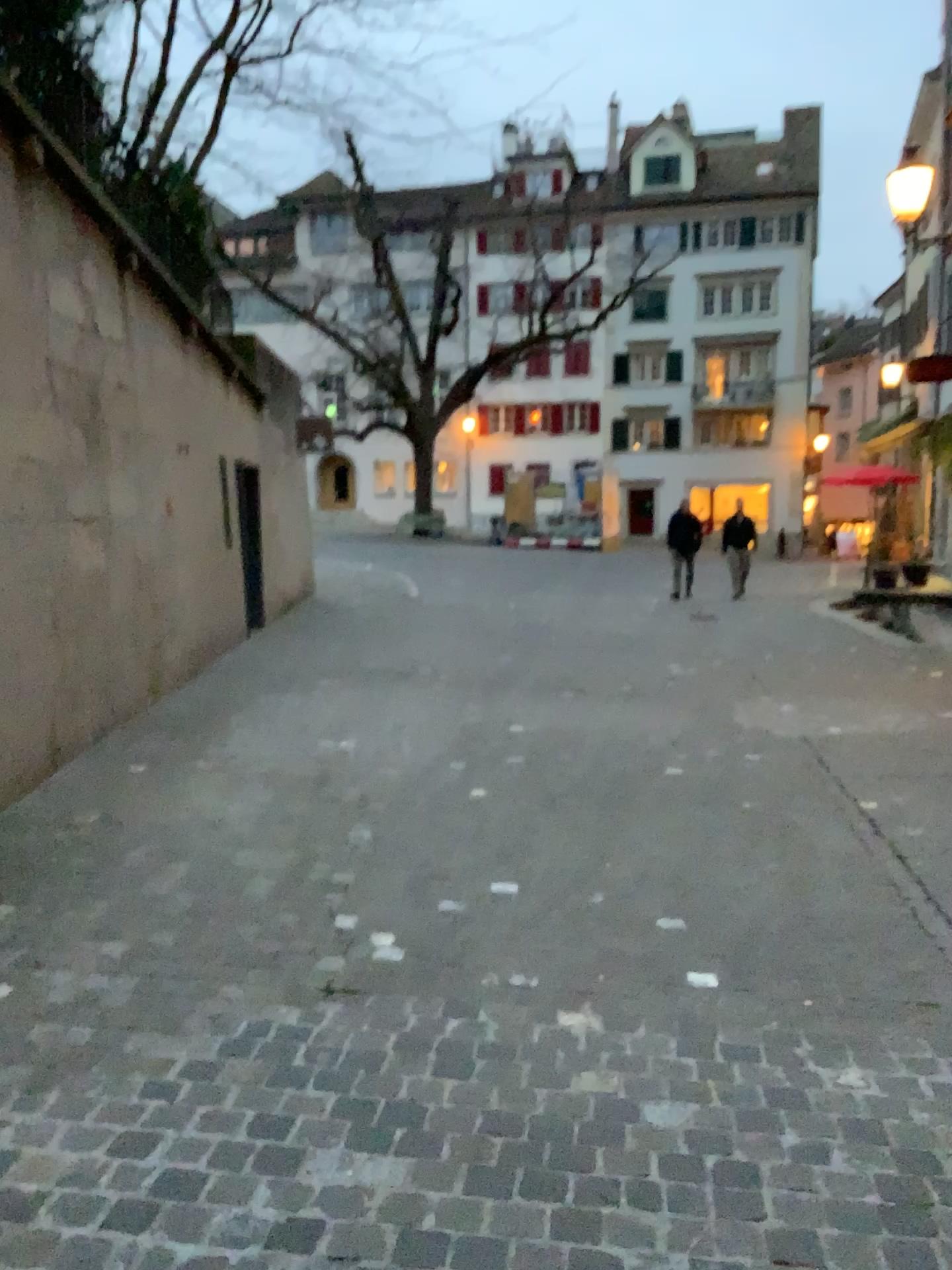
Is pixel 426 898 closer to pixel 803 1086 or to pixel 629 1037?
pixel 629 1037
